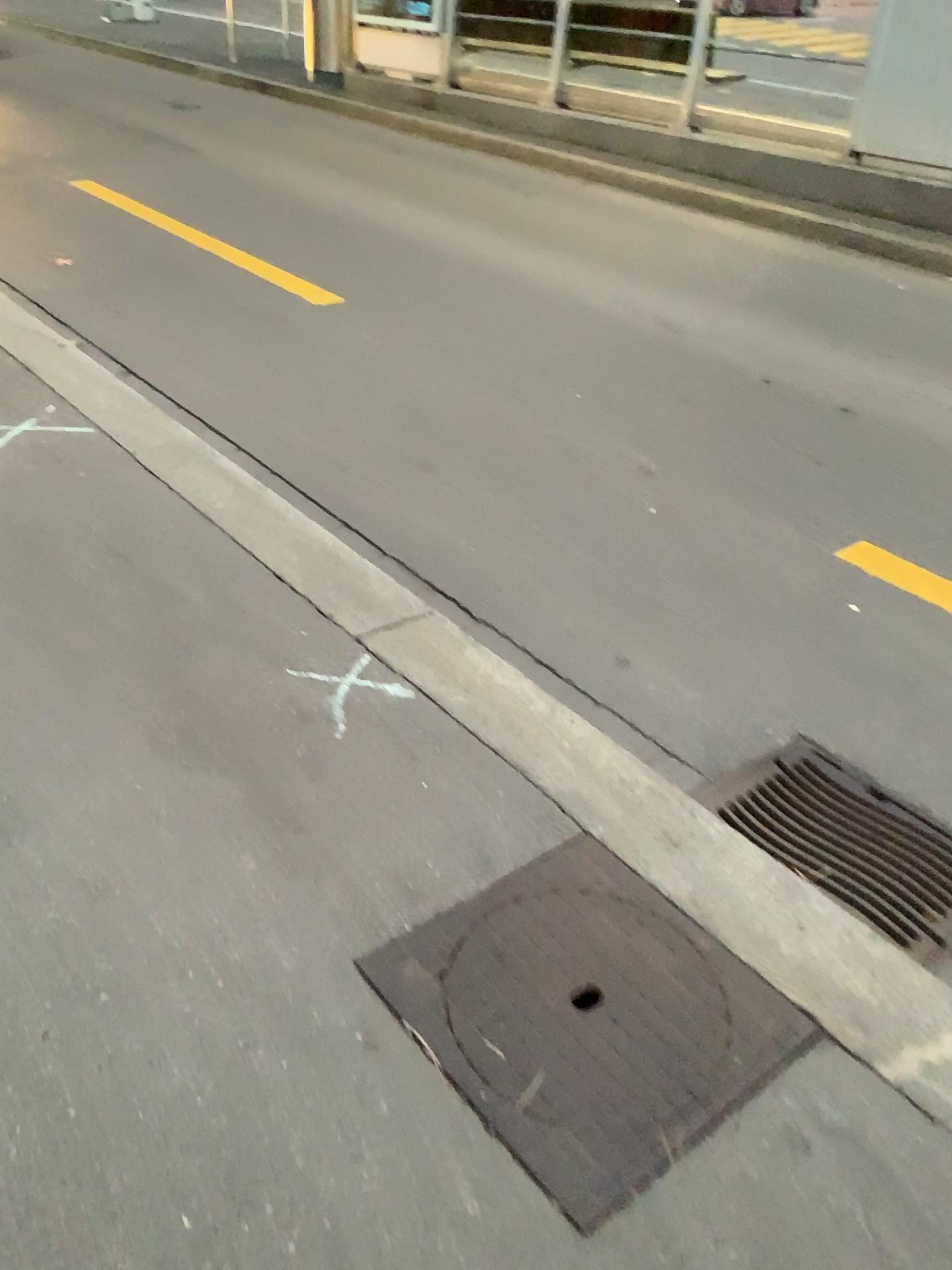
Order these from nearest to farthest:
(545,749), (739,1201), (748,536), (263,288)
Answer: (739,1201) → (545,749) → (748,536) → (263,288)

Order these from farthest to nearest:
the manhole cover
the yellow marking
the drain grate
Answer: the yellow marking
the drain grate
the manhole cover

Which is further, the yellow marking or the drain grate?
the yellow marking

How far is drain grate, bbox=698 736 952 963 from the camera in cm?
203

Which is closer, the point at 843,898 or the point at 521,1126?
the point at 521,1126

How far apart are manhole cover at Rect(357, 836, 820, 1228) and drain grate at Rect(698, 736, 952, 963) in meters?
0.4

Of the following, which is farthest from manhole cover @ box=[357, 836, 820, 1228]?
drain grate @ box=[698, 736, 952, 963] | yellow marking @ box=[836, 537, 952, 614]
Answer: yellow marking @ box=[836, 537, 952, 614]

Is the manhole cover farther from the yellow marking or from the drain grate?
the yellow marking

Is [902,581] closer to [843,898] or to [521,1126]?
[843,898]

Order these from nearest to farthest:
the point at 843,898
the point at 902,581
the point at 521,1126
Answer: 1. the point at 521,1126
2. the point at 843,898
3. the point at 902,581
